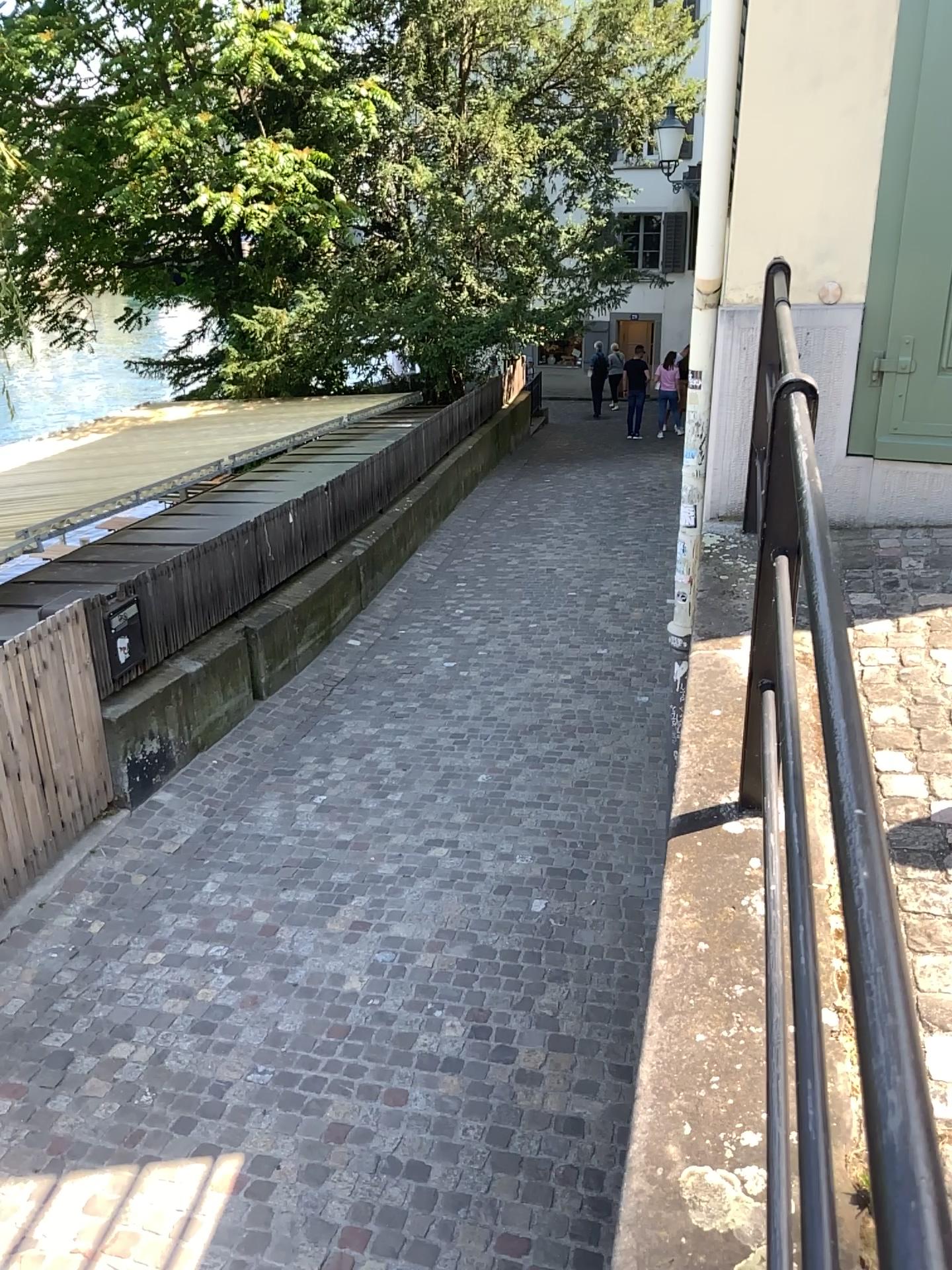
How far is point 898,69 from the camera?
3.3 meters

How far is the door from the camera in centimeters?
334cm

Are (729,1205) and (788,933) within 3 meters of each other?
yes
